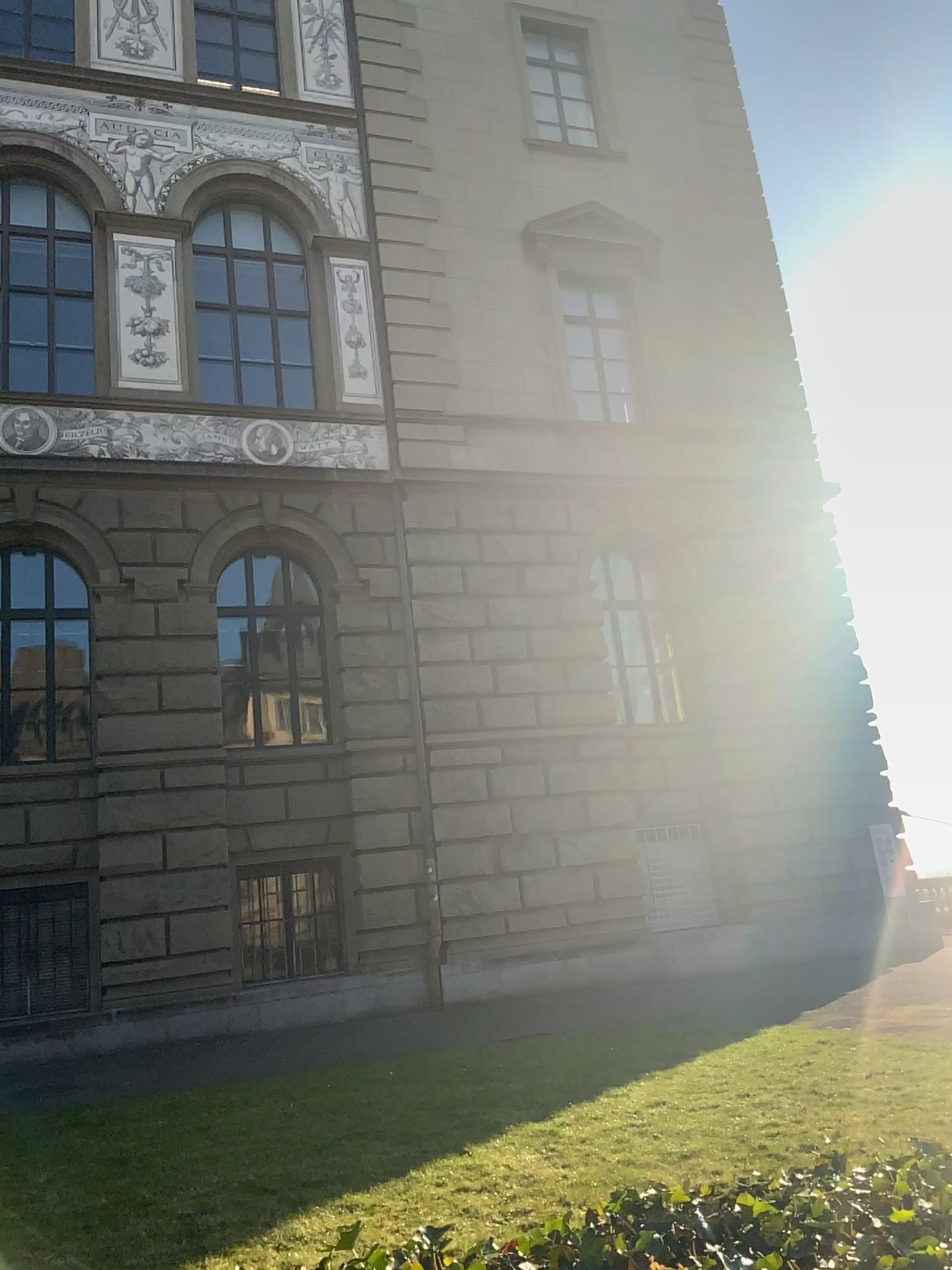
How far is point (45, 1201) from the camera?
4.74m
